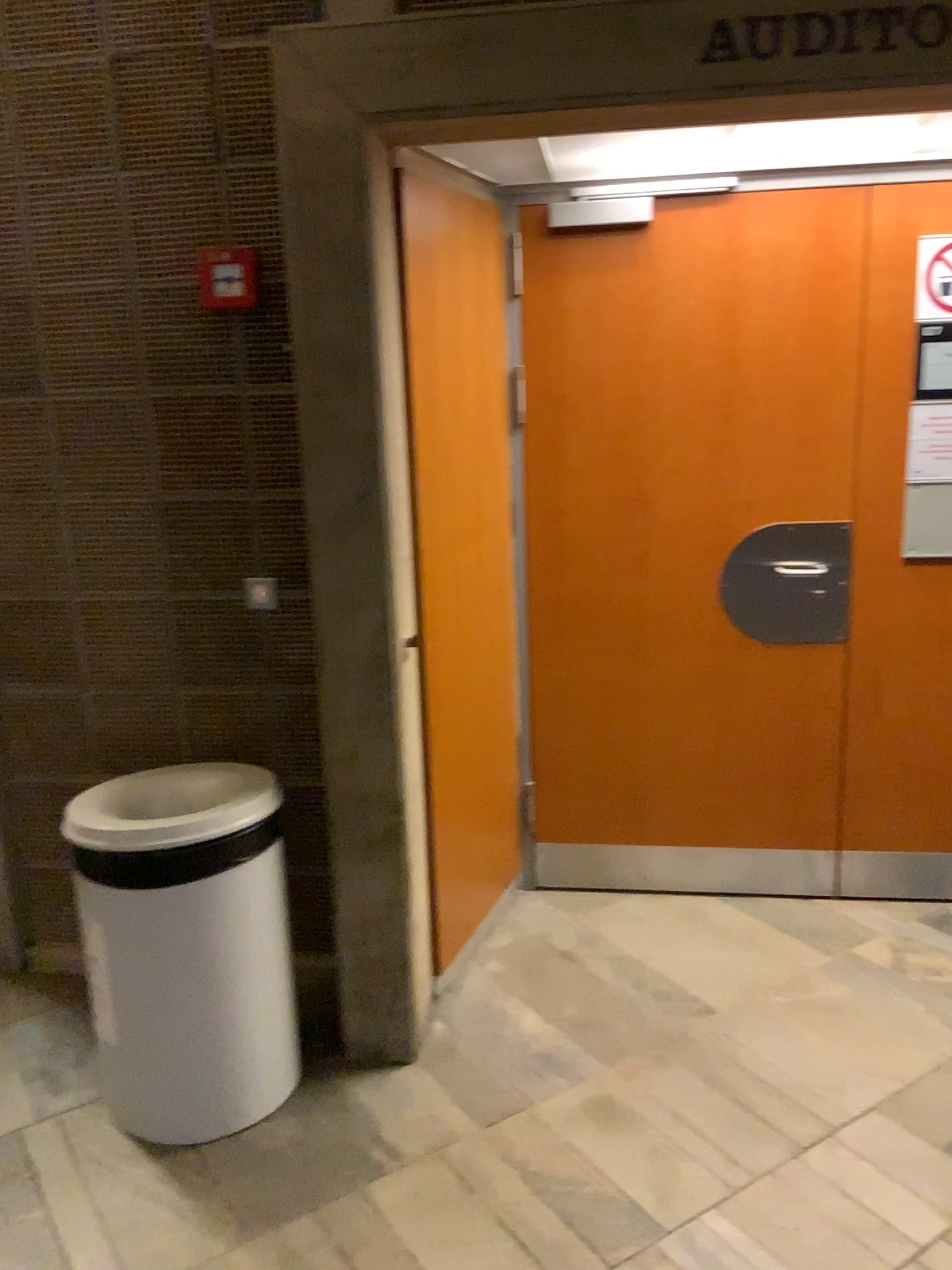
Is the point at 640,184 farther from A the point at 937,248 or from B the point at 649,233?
A the point at 937,248

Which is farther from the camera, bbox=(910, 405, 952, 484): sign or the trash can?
bbox=(910, 405, 952, 484): sign

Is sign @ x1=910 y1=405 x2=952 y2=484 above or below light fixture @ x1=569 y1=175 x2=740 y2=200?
→ below

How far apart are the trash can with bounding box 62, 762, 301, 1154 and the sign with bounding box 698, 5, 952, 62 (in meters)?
1.75

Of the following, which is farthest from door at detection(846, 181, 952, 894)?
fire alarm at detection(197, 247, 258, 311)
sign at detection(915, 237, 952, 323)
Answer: fire alarm at detection(197, 247, 258, 311)

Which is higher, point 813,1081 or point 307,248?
point 307,248

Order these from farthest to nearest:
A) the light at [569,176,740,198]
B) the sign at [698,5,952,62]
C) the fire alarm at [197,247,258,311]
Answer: the light at [569,176,740,198] < the fire alarm at [197,247,258,311] < the sign at [698,5,952,62]

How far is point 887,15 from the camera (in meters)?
1.94

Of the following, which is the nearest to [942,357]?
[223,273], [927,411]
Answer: [927,411]

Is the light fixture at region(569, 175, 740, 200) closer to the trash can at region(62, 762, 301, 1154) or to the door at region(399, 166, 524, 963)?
the door at region(399, 166, 524, 963)
